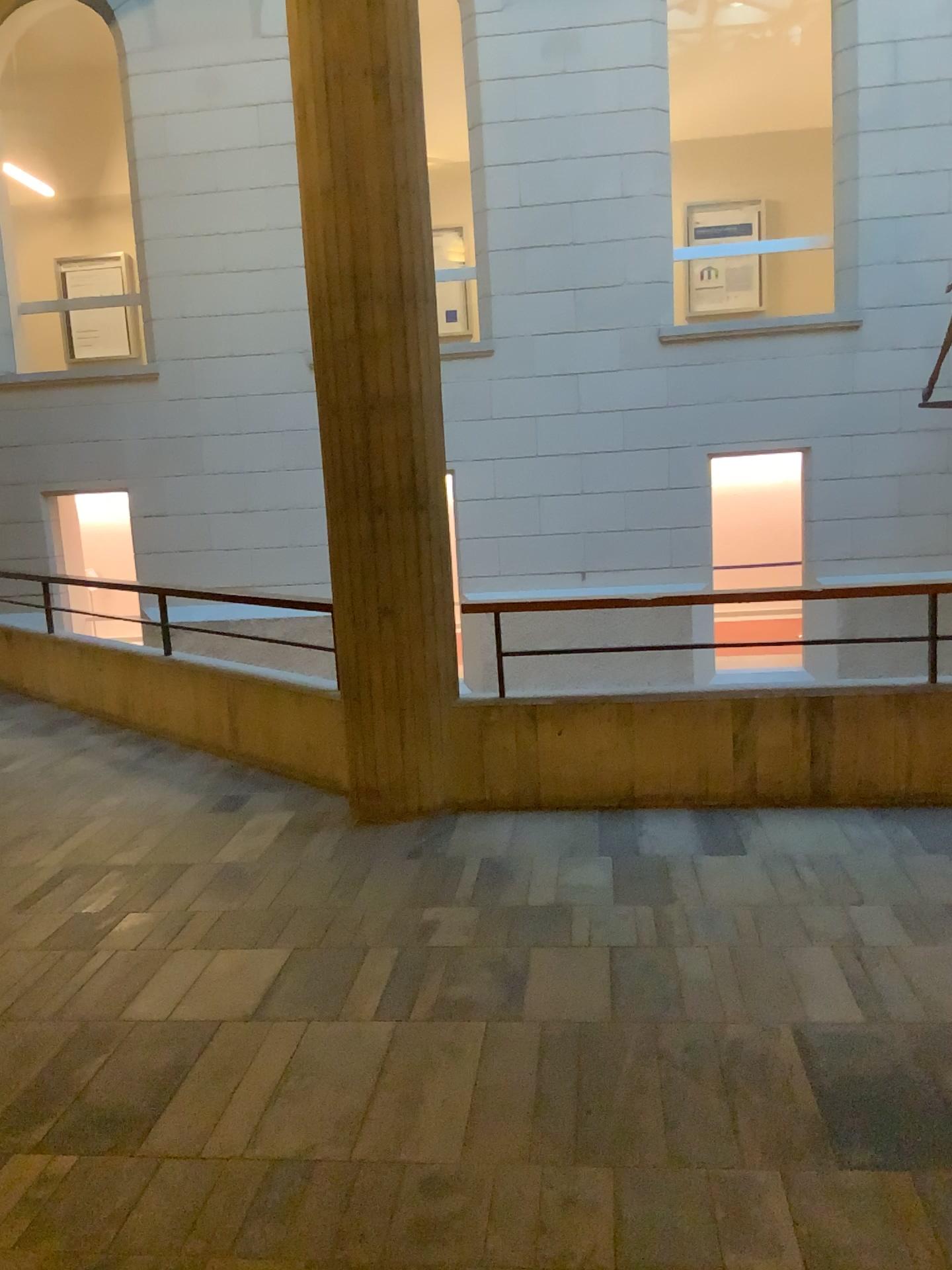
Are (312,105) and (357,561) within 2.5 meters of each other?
yes
